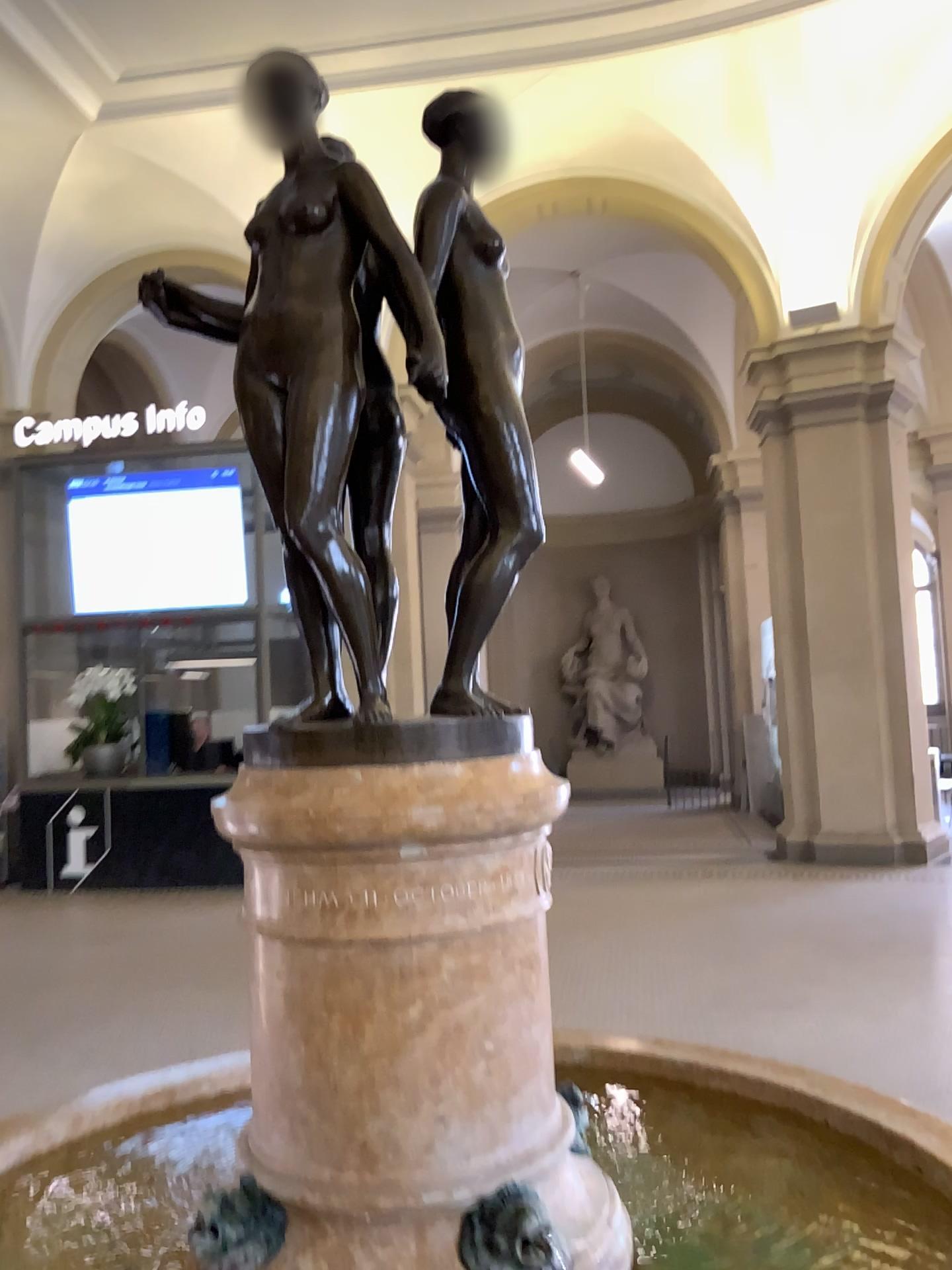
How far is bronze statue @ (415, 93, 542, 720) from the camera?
1.54m

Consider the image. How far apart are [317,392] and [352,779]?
0.53m

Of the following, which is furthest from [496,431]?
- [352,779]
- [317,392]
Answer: [352,779]

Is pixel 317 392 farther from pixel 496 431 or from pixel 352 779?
pixel 352 779

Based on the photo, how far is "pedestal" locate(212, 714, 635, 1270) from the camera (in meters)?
1.37

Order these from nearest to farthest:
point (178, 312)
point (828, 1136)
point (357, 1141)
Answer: point (357, 1141)
point (178, 312)
point (828, 1136)

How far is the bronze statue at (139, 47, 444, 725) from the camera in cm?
145
